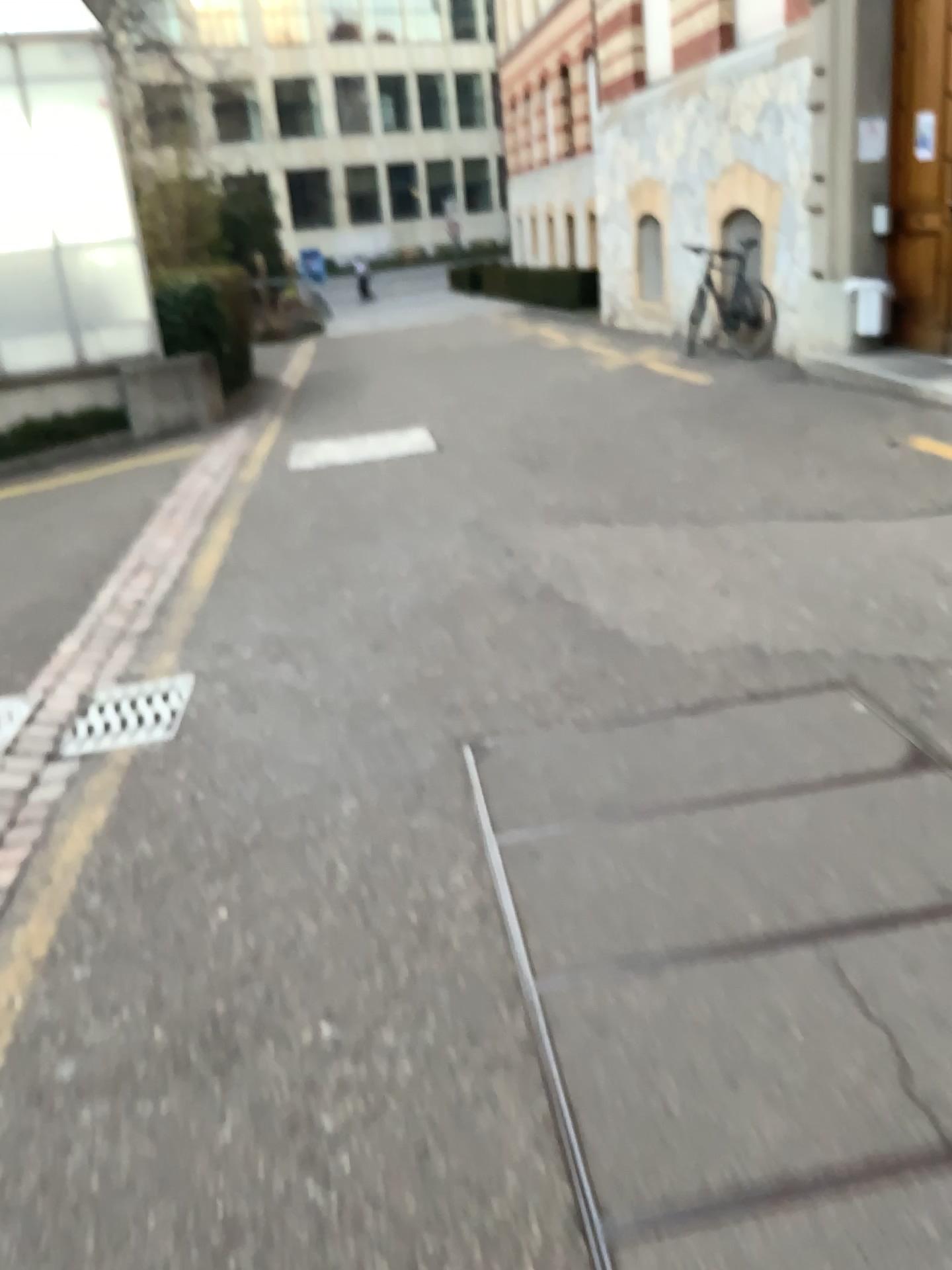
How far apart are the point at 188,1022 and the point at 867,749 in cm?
179
